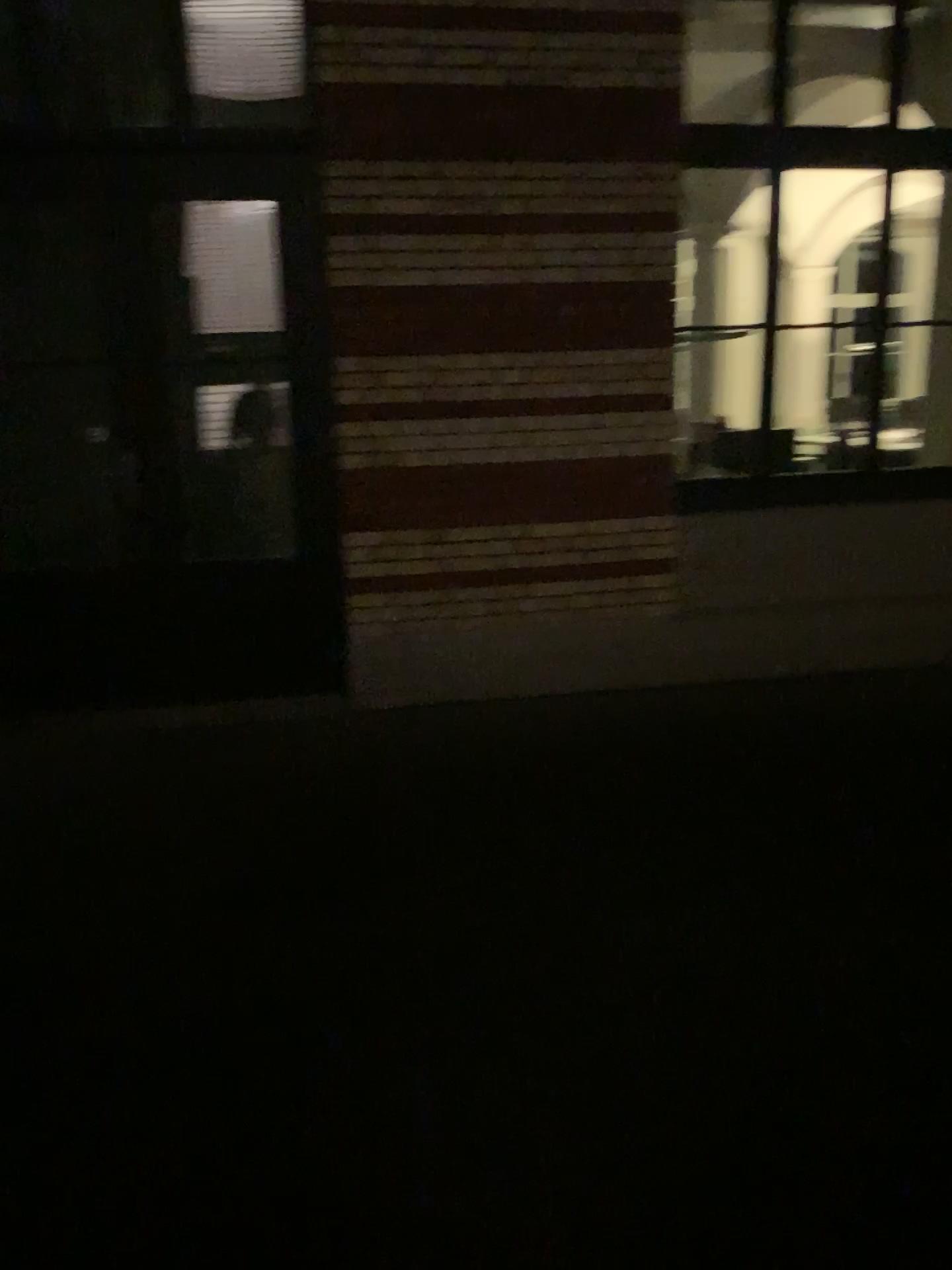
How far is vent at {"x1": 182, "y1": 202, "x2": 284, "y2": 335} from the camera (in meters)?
4.54

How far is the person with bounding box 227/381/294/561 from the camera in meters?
4.8

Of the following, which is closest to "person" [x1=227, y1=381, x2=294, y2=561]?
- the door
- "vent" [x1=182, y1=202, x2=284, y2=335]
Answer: the door

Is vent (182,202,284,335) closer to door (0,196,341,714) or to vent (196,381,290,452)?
door (0,196,341,714)

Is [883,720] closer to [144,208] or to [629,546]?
[629,546]

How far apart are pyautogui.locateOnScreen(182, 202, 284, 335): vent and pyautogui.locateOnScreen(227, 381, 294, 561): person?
0.3 meters

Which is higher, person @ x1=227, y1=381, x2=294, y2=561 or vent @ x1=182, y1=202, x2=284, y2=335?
vent @ x1=182, y1=202, x2=284, y2=335

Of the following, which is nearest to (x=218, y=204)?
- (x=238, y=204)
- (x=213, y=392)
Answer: (x=238, y=204)

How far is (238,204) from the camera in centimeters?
454cm

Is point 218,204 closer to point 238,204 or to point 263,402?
point 238,204
